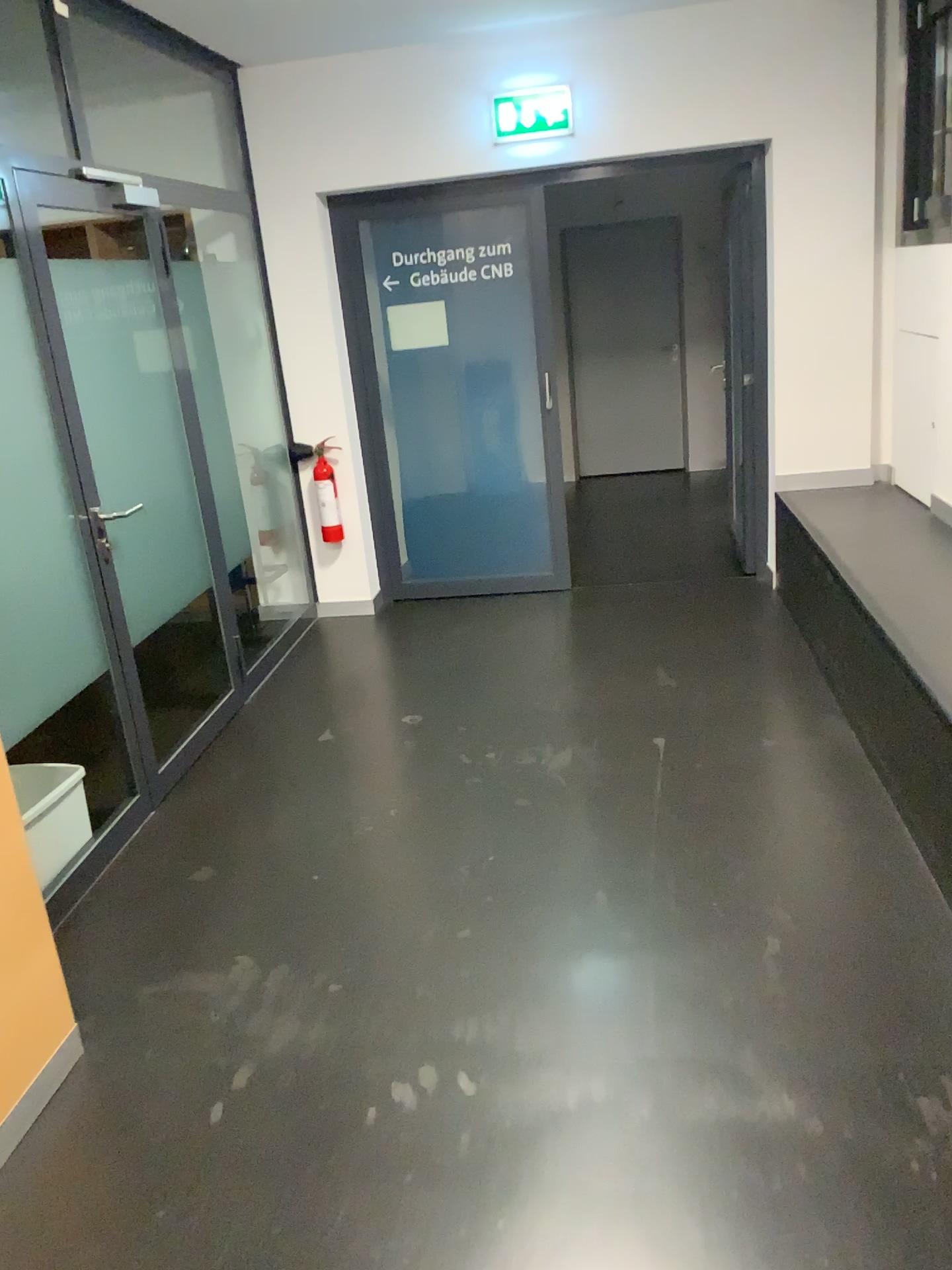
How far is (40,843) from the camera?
3.0m

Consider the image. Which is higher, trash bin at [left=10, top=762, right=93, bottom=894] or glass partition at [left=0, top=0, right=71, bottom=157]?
glass partition at [left=0, top=0, right=71, bottom=157]

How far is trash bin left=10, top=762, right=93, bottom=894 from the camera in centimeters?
298cm

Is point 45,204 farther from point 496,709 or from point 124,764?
point 496,709

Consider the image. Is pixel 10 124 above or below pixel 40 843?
above
